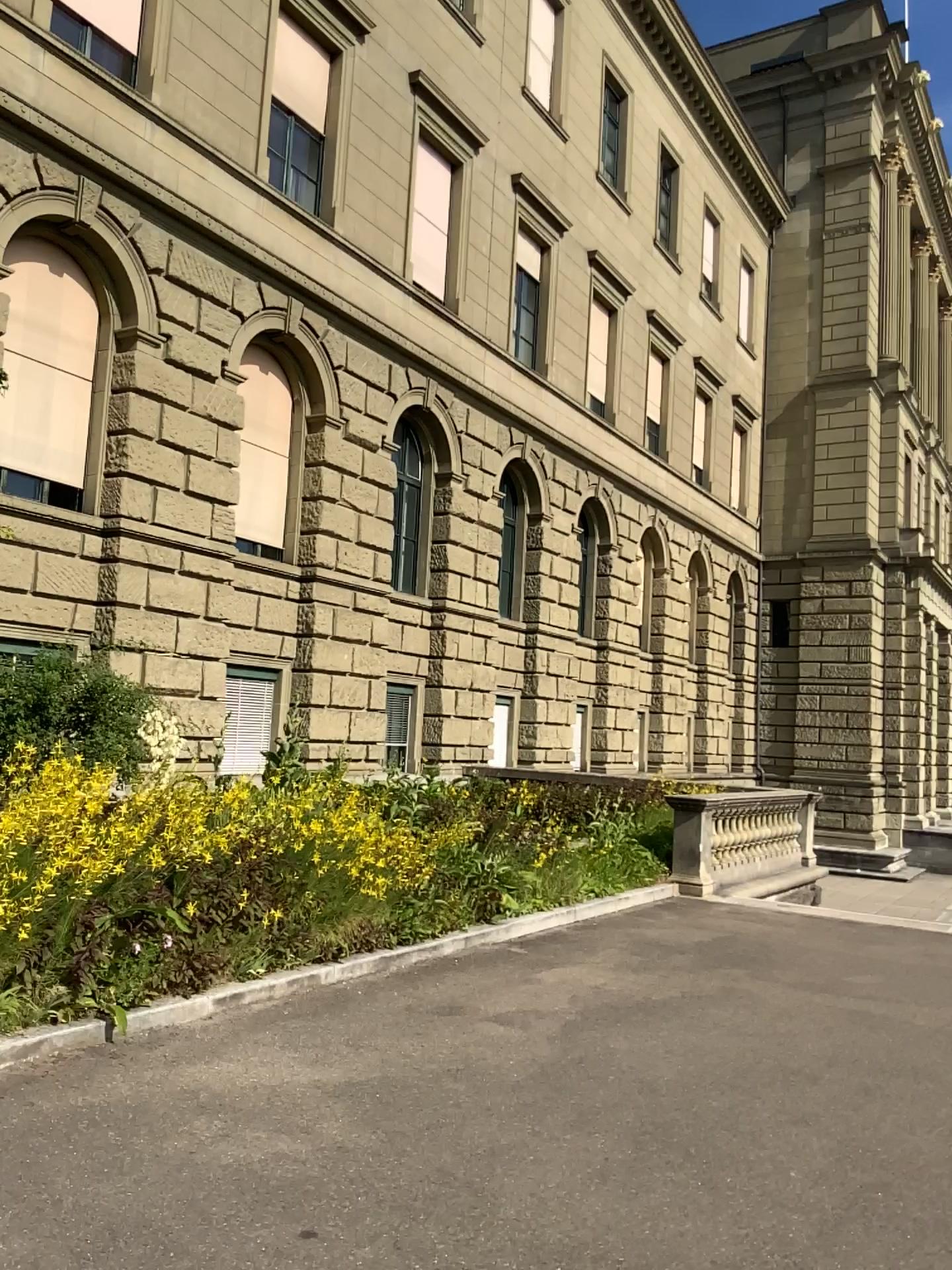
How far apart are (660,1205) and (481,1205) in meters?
0.6 m
